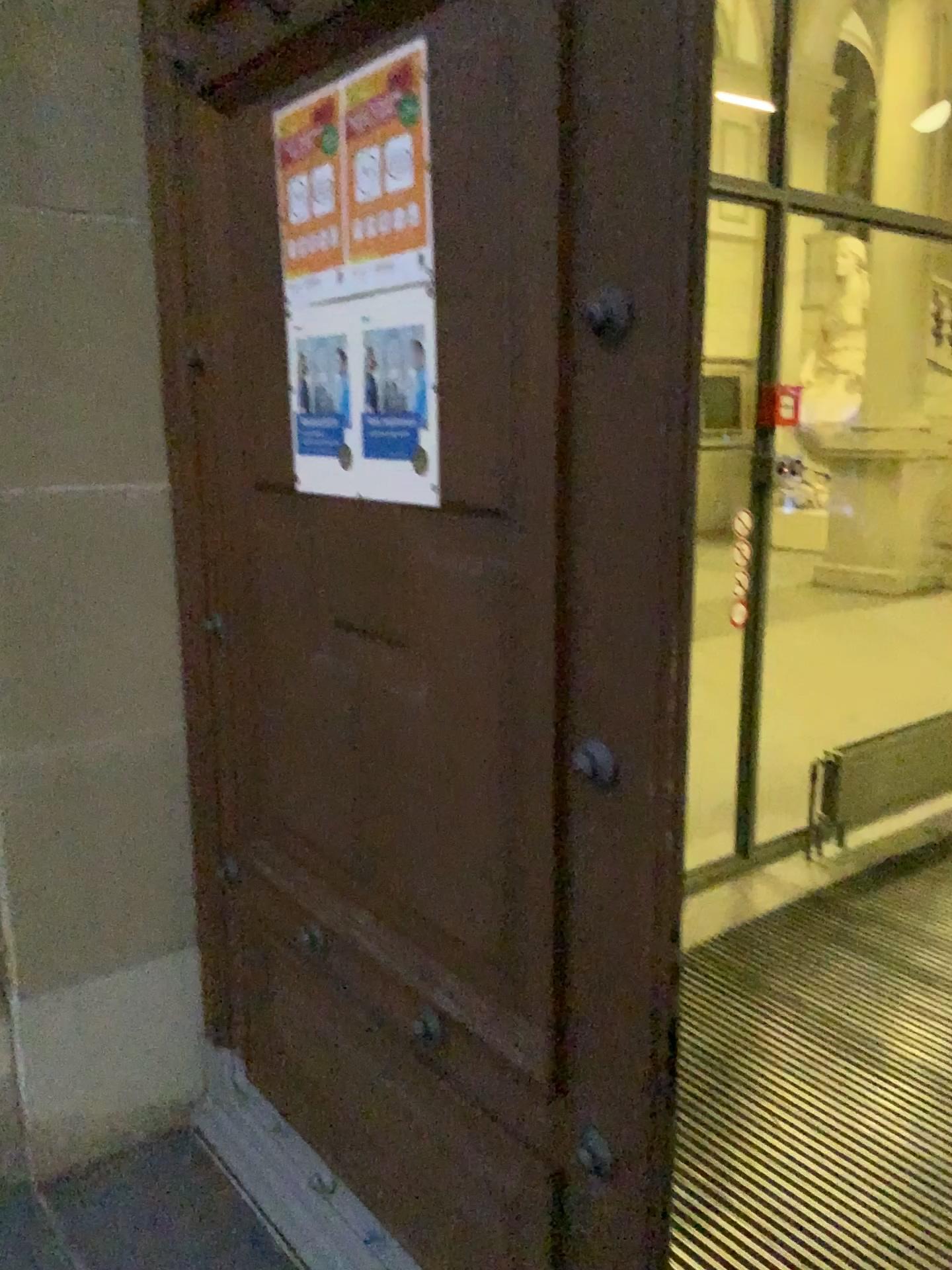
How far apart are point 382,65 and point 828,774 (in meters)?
3.25

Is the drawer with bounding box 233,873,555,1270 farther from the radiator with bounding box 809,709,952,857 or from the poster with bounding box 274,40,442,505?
the radiator with bounding box 809,709,952,857

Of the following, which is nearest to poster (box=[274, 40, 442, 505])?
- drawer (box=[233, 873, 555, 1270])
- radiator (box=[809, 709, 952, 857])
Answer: drawer (box=[233, 873, 555, 1270])

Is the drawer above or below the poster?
below

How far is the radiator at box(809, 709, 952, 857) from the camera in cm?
401

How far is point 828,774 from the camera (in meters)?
4.02

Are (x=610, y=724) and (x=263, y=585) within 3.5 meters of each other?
yes

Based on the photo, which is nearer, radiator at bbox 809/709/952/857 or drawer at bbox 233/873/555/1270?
drawer at bbox 233/873/555/1270

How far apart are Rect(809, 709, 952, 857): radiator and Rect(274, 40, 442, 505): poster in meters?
2.9 m

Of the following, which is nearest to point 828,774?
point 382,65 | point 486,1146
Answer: point 486,1146
